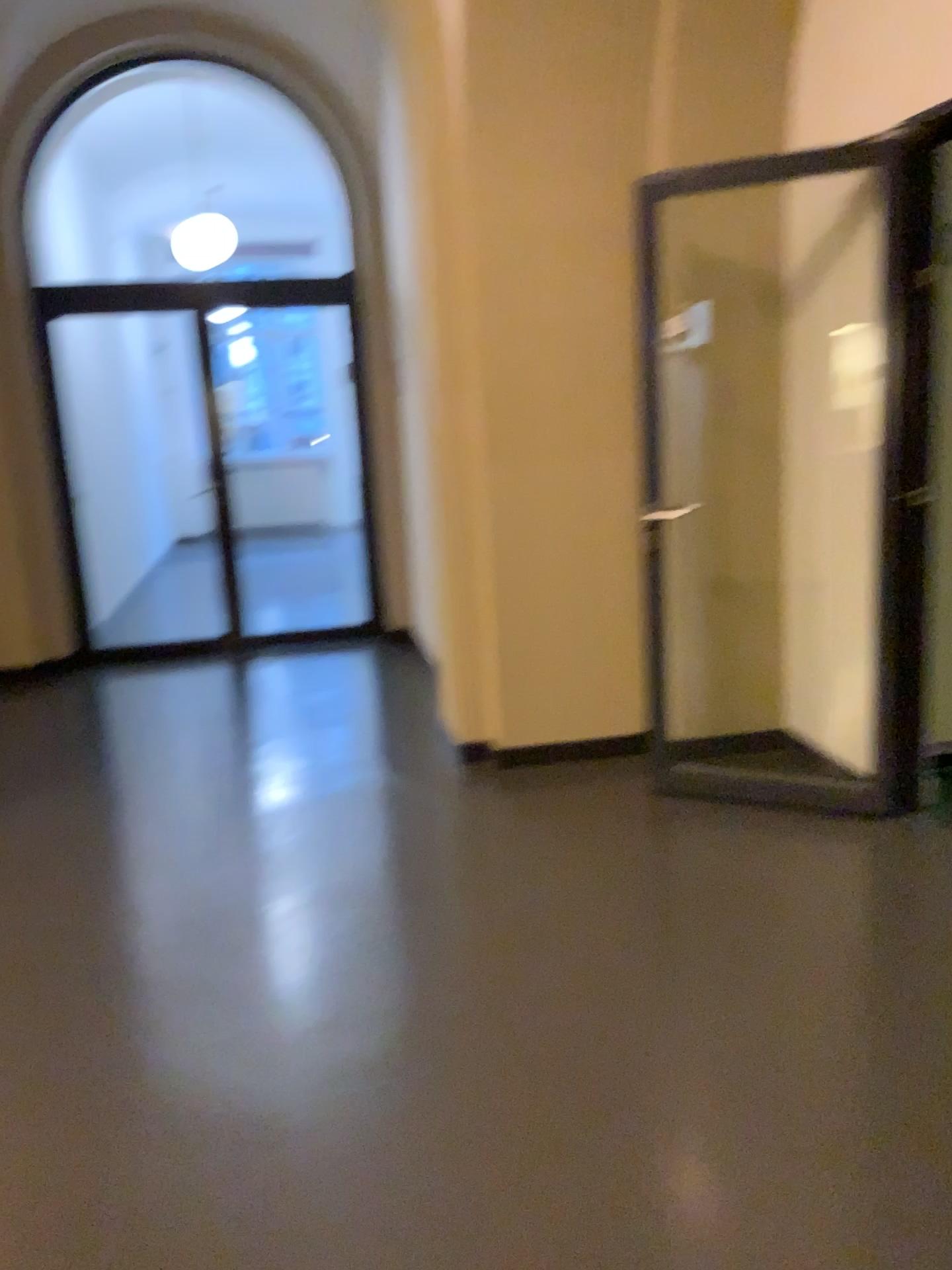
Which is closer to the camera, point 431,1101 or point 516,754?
point 431,1101
